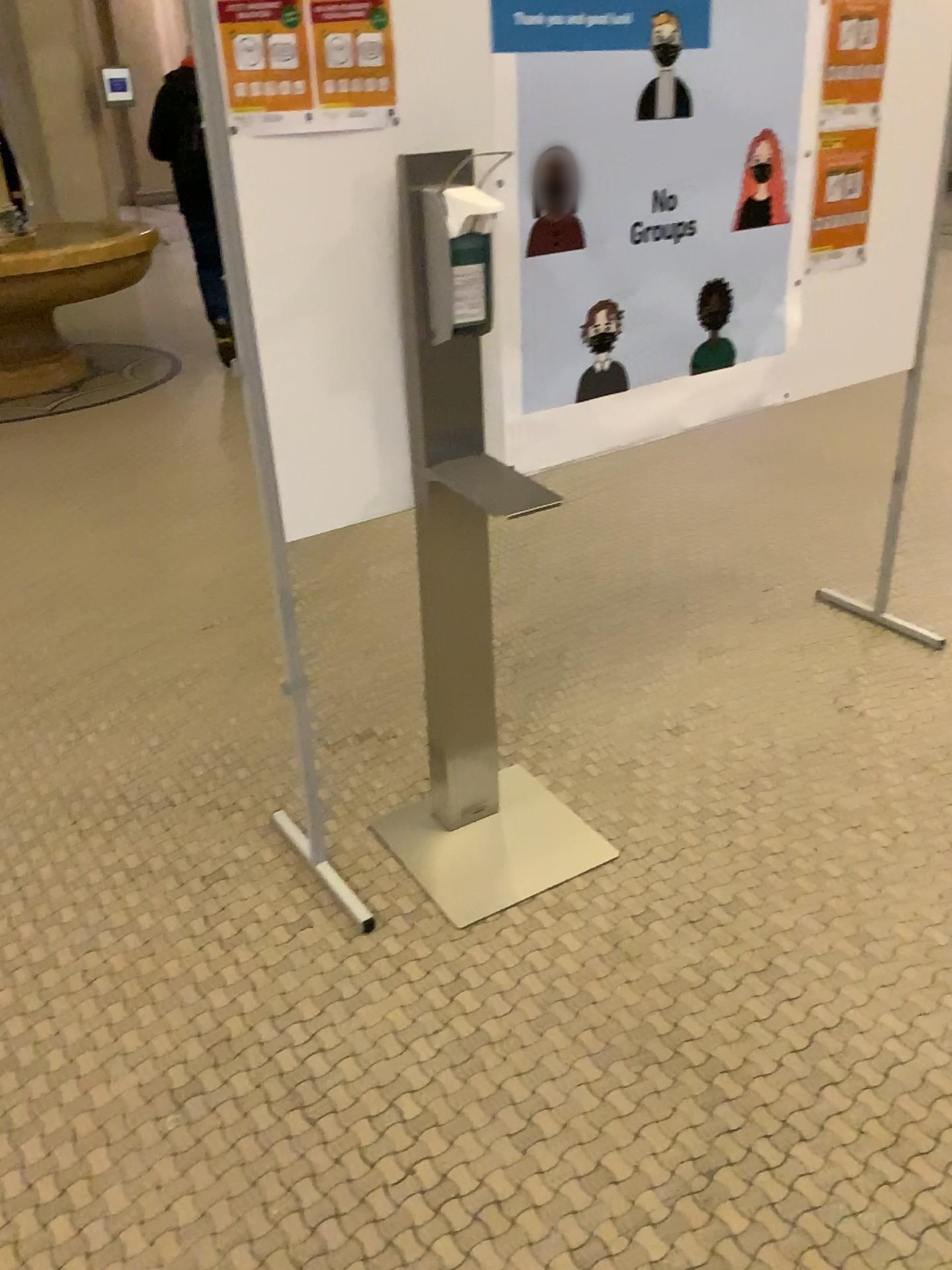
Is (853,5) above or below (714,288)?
above

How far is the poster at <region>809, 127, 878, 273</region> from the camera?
2.35m

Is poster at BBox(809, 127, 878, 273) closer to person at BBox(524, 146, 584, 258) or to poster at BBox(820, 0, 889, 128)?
poster at BBox(820, 0, 889, 128)

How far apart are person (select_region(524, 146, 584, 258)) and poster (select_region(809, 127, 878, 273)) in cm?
71

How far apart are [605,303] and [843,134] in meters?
0.8

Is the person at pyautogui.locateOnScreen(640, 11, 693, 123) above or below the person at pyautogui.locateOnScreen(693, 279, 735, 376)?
above

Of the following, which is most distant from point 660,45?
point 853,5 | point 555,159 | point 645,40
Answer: point 853,5

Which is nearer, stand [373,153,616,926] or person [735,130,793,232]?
stand [373,153,616,926]

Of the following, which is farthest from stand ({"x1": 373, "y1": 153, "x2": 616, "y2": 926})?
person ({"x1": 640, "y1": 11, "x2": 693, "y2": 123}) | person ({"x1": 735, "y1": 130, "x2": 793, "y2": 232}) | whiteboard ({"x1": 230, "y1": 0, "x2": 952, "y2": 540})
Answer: person ({"x1": 735, "y1": 130, "x2": 793, "y2": 232})

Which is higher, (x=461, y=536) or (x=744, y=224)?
(x=744, y=224)
